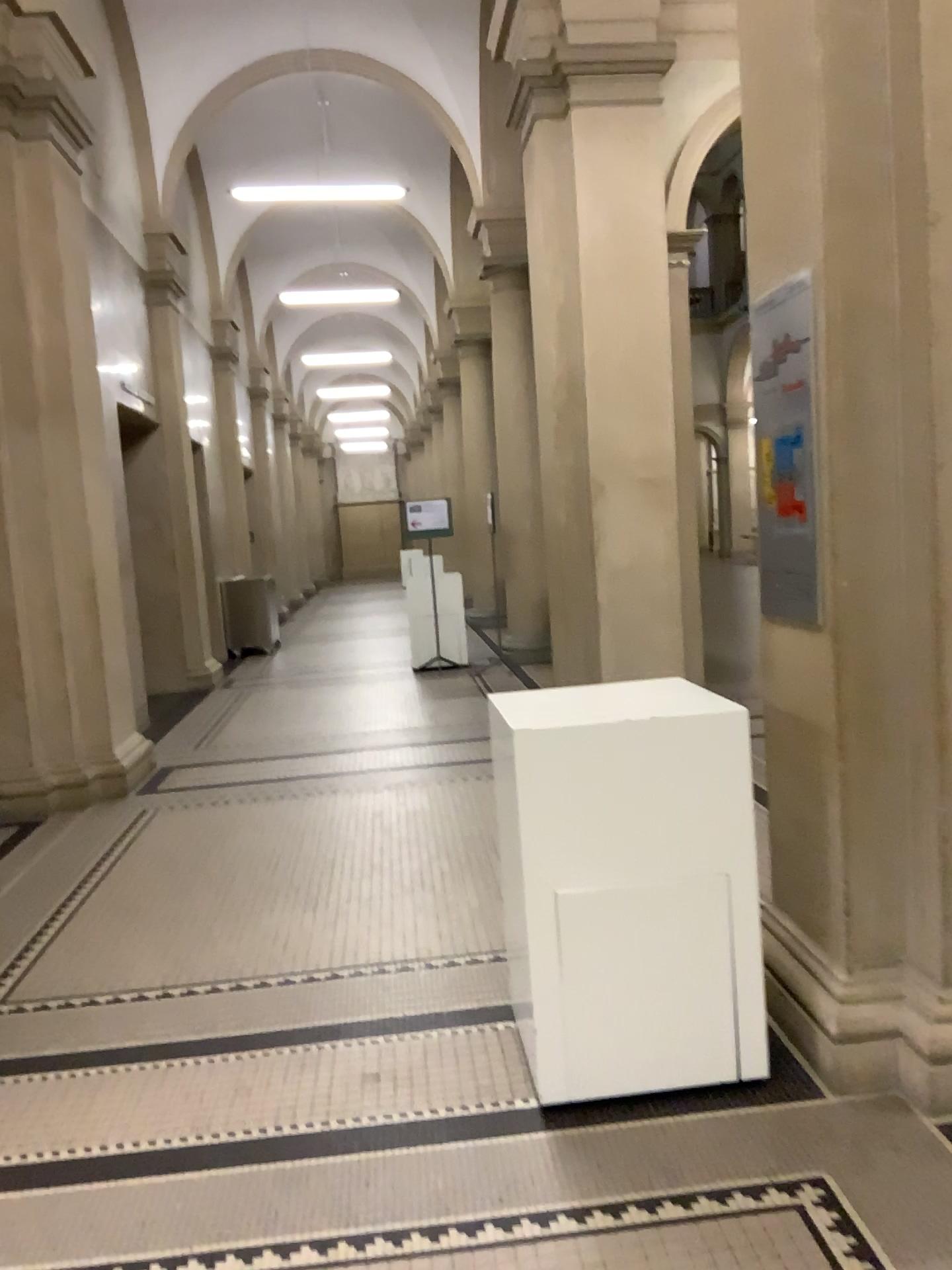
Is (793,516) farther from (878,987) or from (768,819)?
(878,987)

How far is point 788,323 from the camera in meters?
2.7

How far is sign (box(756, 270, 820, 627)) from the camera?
2.7m
